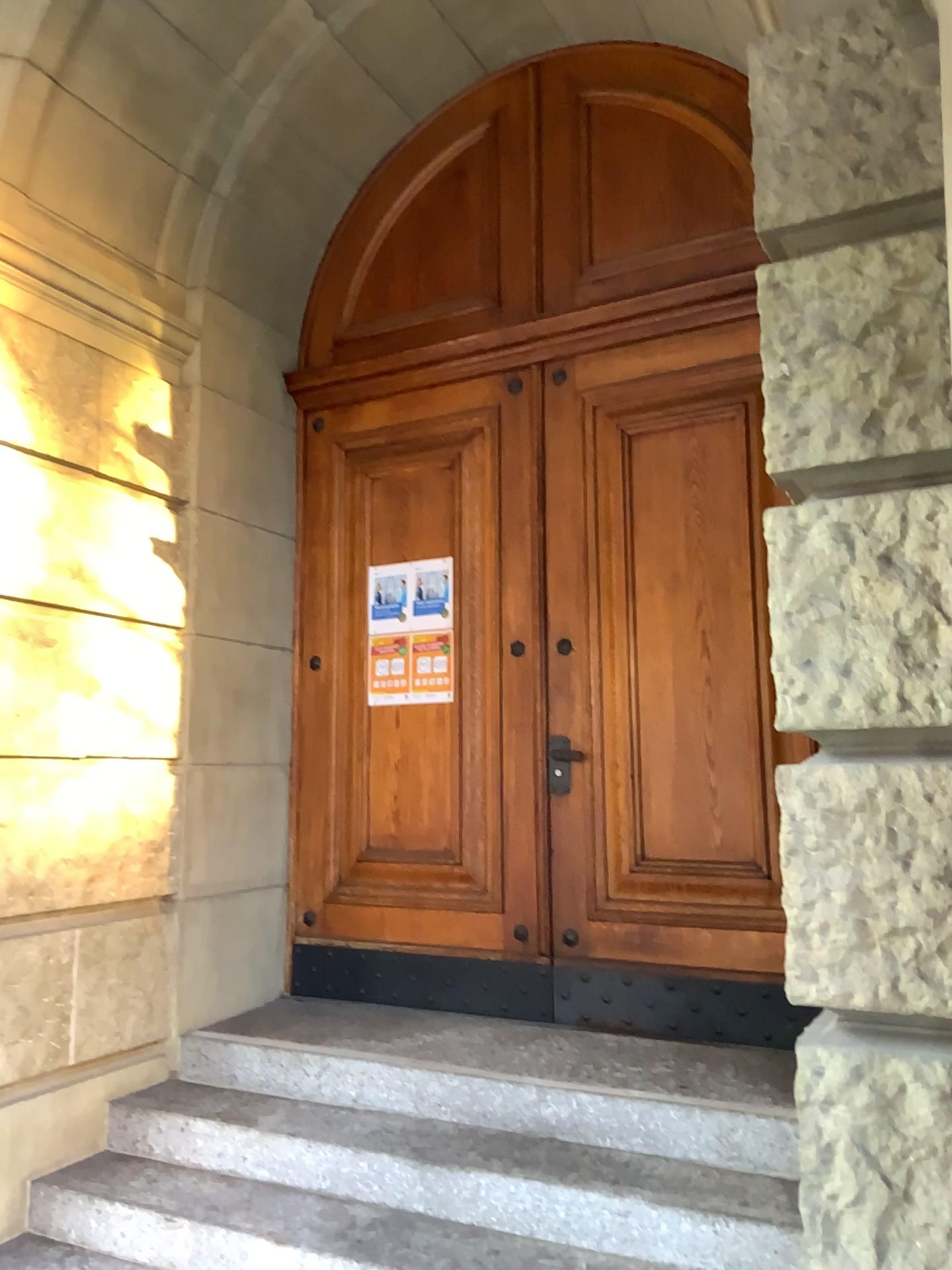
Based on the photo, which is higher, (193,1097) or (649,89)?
(649,89)

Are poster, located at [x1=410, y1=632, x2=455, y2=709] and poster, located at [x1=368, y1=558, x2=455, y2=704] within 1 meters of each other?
yes

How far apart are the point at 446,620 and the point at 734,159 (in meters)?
2.11

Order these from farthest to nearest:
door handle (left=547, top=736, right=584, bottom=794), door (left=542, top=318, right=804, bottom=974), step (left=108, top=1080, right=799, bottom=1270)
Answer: door handle (left=547, top=736, right=584, bottom=794), door (left=542, top=318, right=804, bottom=974), step (left=108, top=1080, right=799, bottom=1270)

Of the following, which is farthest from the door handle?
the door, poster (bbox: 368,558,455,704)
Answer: poster (bbox: 368,558,455,704)

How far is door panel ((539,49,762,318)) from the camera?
4.0m

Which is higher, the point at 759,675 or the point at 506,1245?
the point at 759,675

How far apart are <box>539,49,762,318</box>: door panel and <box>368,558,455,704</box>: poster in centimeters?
111cm

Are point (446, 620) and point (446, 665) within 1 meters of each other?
yes

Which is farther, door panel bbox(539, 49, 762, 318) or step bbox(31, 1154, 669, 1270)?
door panel bbox(539, 49, 762, 318)
